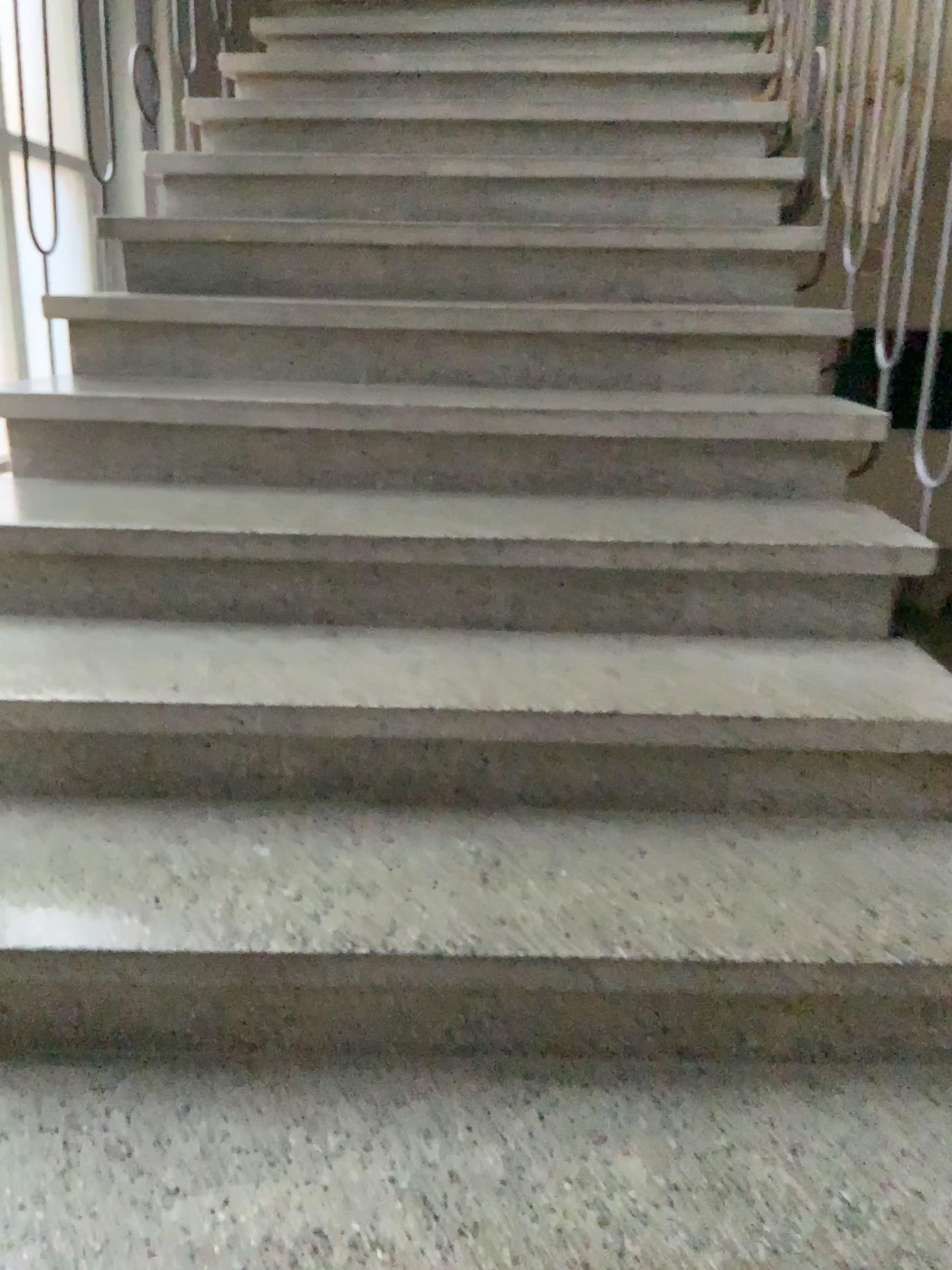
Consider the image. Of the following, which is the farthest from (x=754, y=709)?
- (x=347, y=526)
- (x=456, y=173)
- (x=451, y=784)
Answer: (x=456, y=173)
